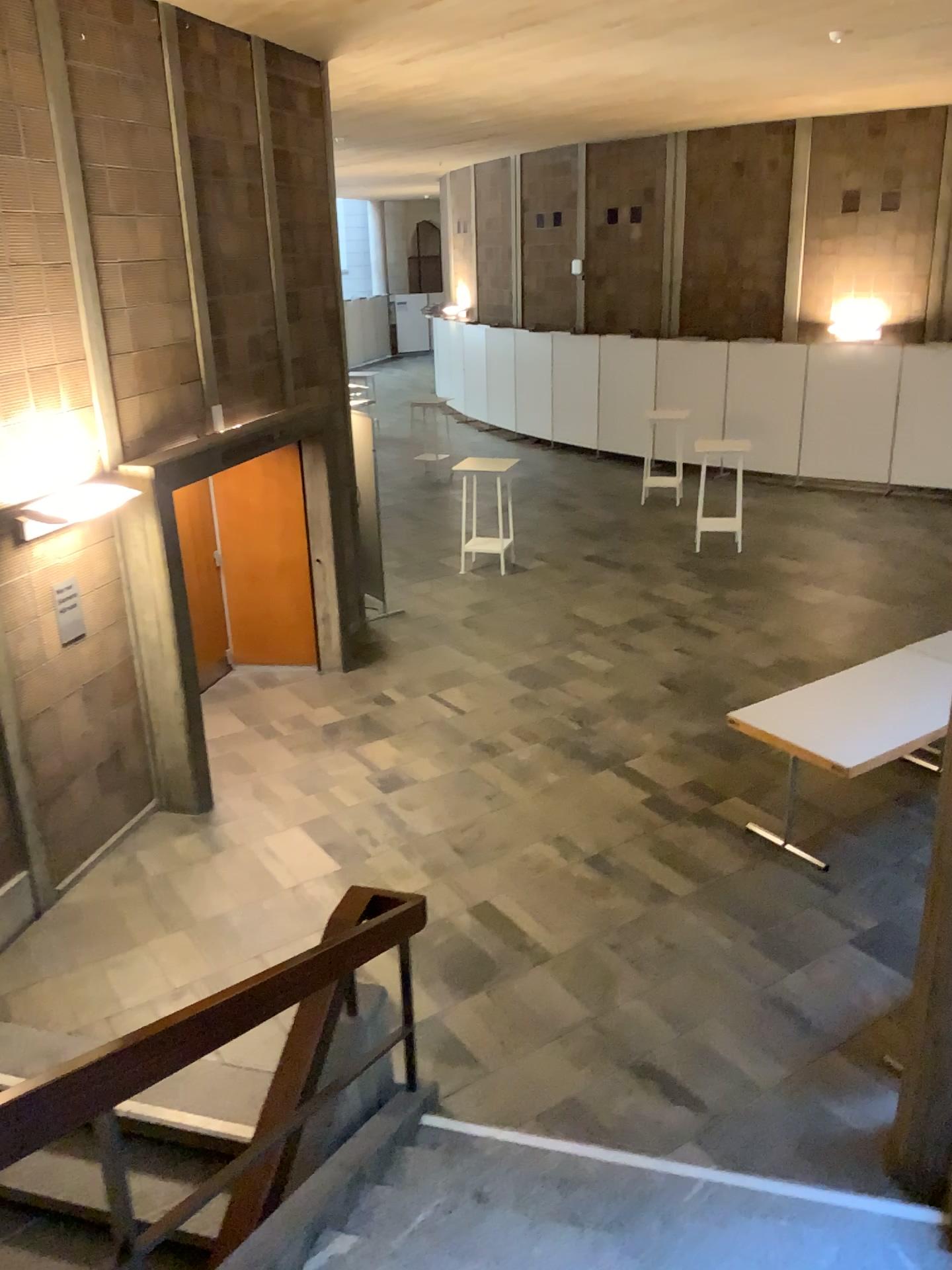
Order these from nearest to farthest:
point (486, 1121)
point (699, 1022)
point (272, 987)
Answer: point (272, 987) < point (486, 1121) < point (699, 1022)
